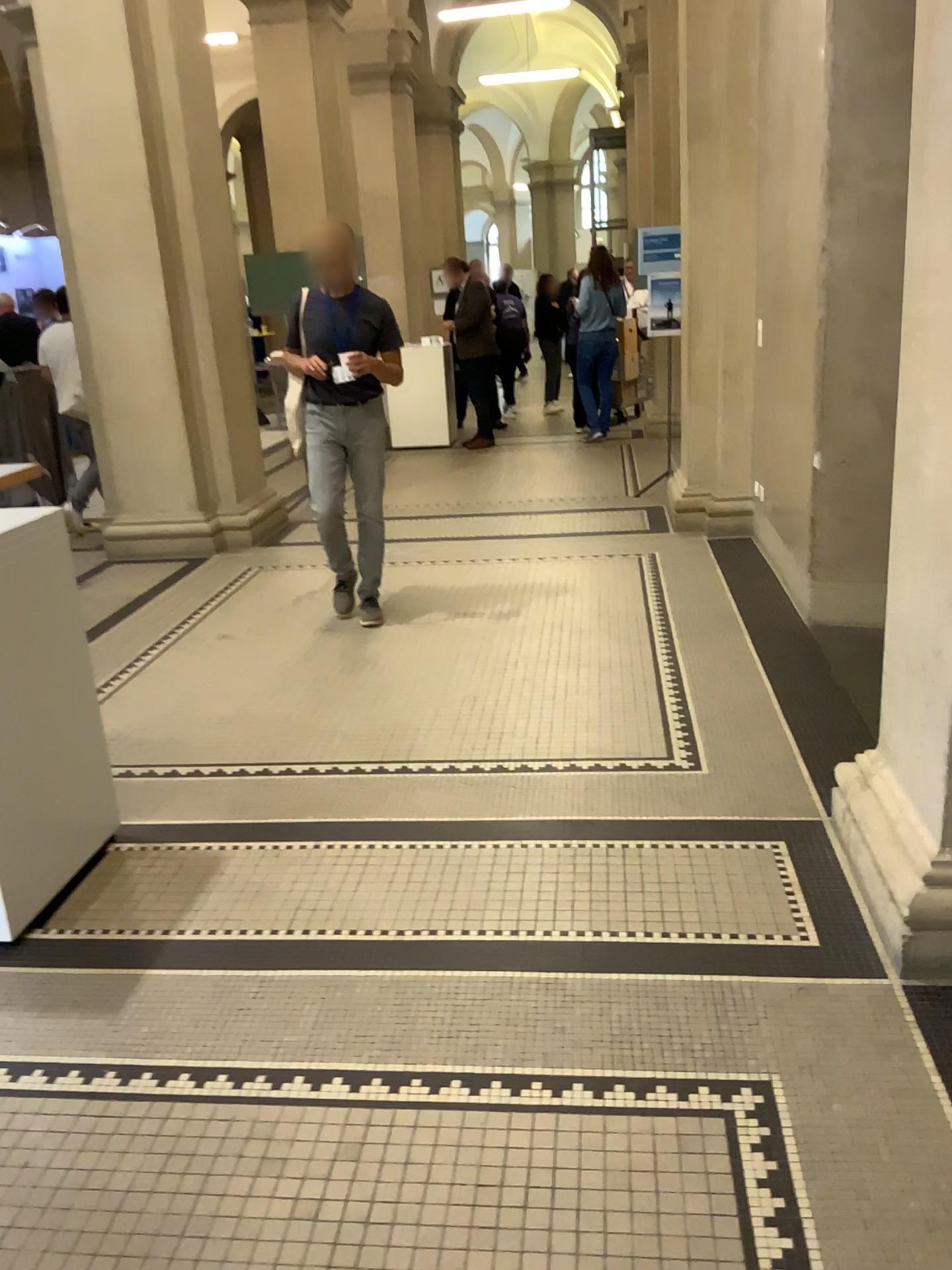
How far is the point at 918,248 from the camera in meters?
2.2 m

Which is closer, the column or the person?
the column

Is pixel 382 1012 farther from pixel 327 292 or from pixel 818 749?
pixel 327 292

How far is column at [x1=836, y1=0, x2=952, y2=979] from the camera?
2.2m

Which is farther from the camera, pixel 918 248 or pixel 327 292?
pixel 327 292
